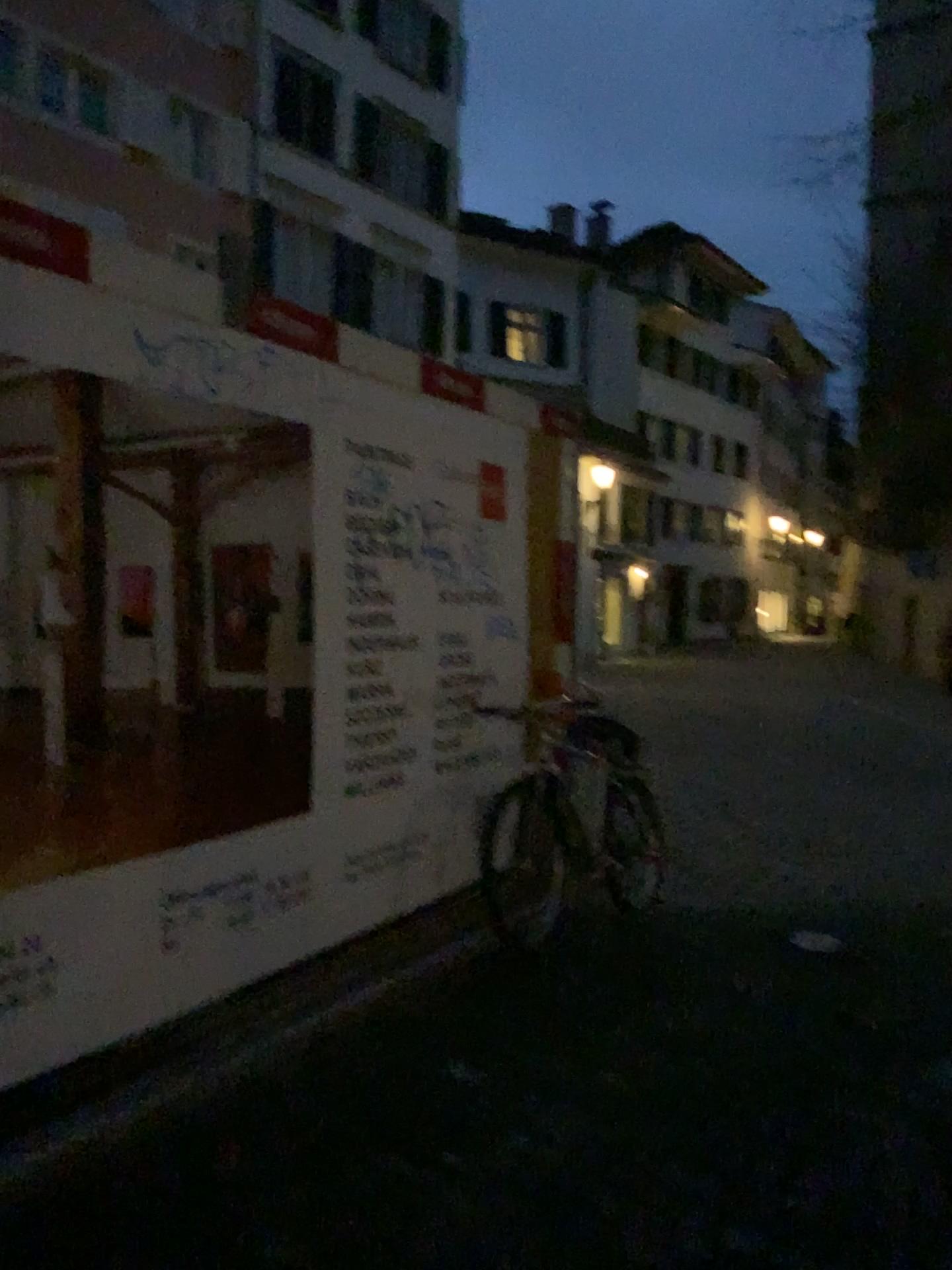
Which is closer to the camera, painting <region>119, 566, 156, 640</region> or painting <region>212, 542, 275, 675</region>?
painting <region>119, 566, 156, 640</region>

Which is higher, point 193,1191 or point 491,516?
point 491,516

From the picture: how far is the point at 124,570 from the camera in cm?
283

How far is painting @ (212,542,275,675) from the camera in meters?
3.1 m

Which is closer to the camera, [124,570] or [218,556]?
[124,570]

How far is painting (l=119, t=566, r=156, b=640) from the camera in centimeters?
283cm

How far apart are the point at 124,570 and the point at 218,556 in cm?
35
